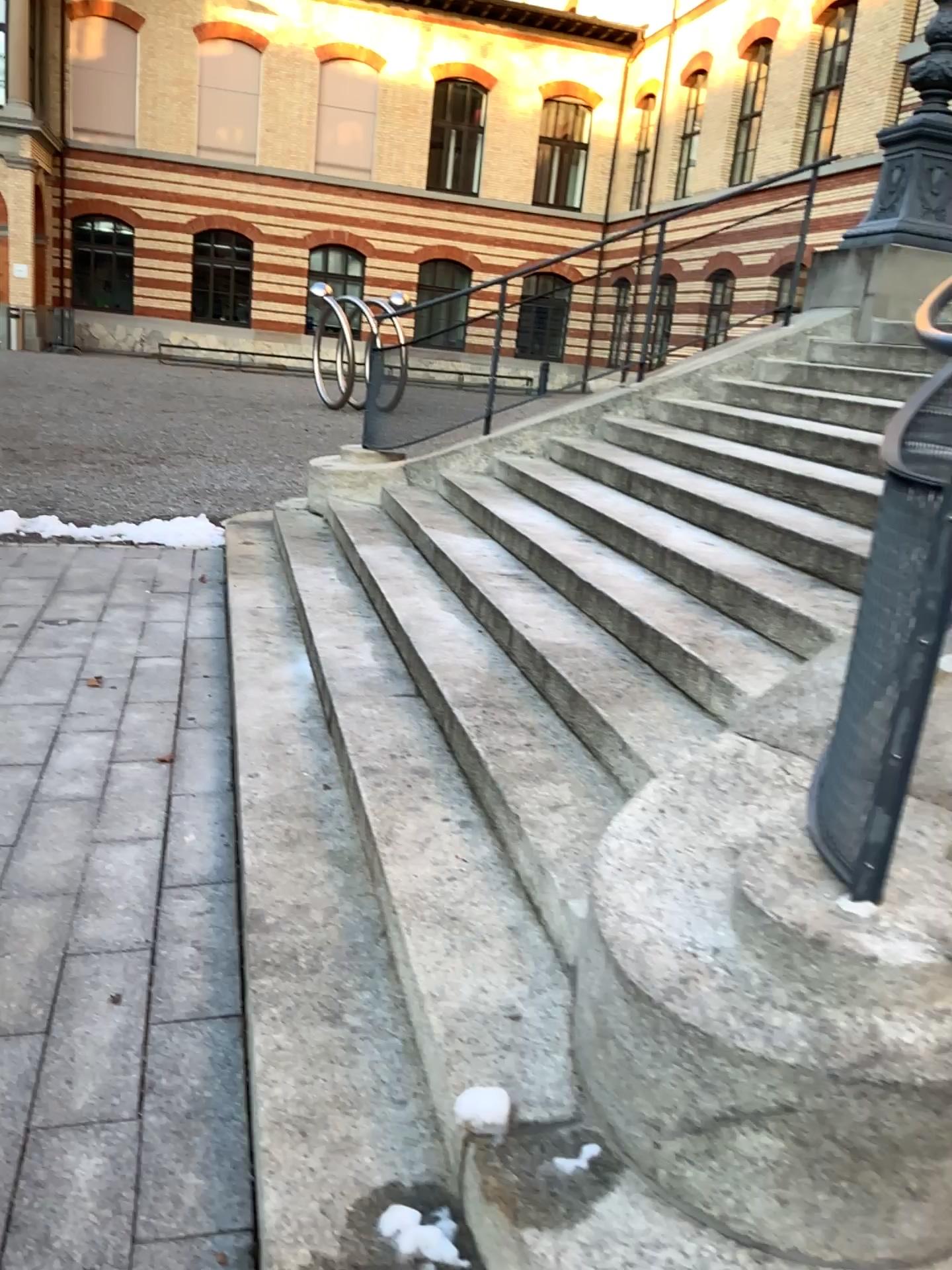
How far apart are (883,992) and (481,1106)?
0.7 meters
